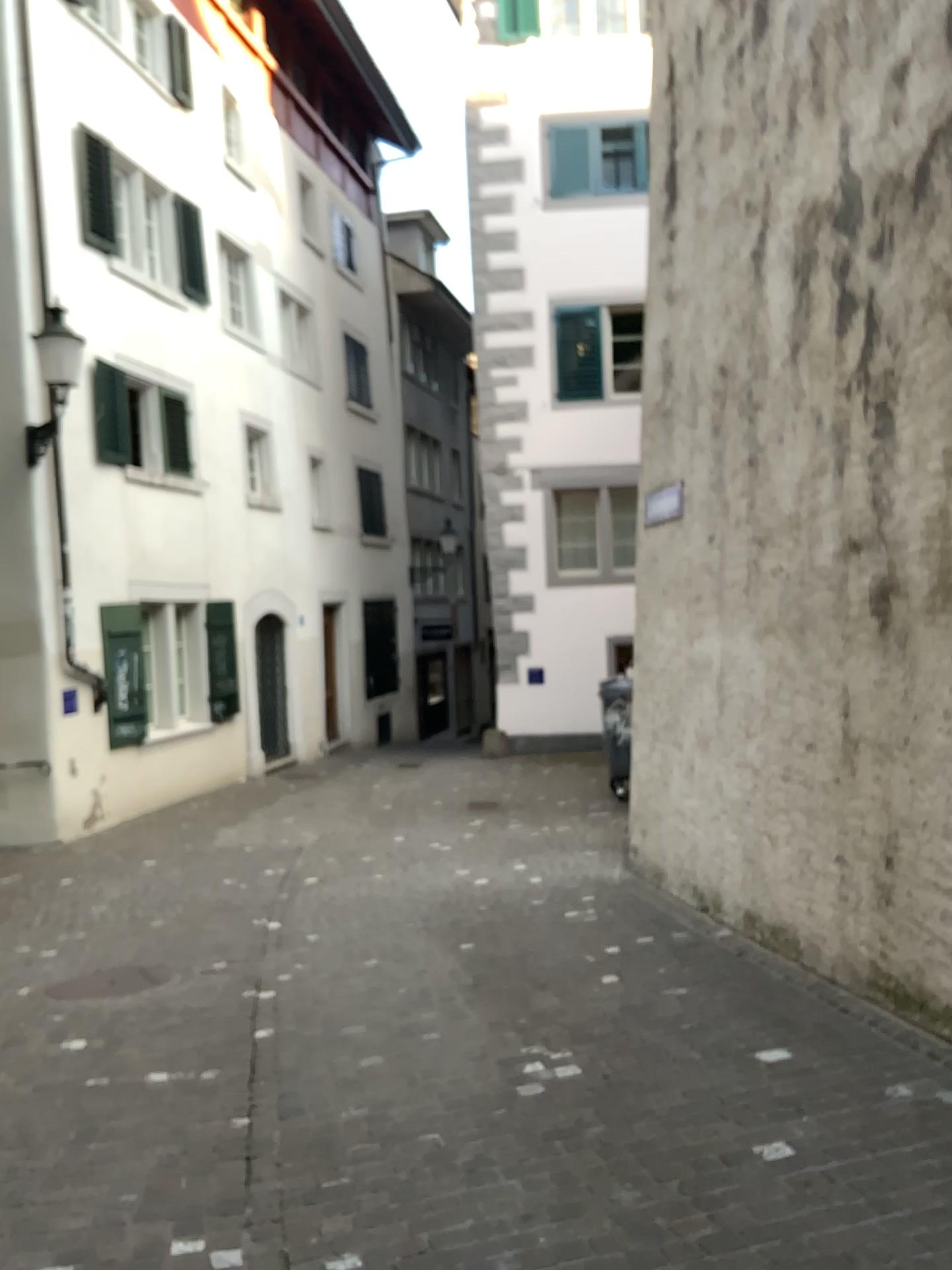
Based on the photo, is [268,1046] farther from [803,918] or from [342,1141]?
[803,918]
